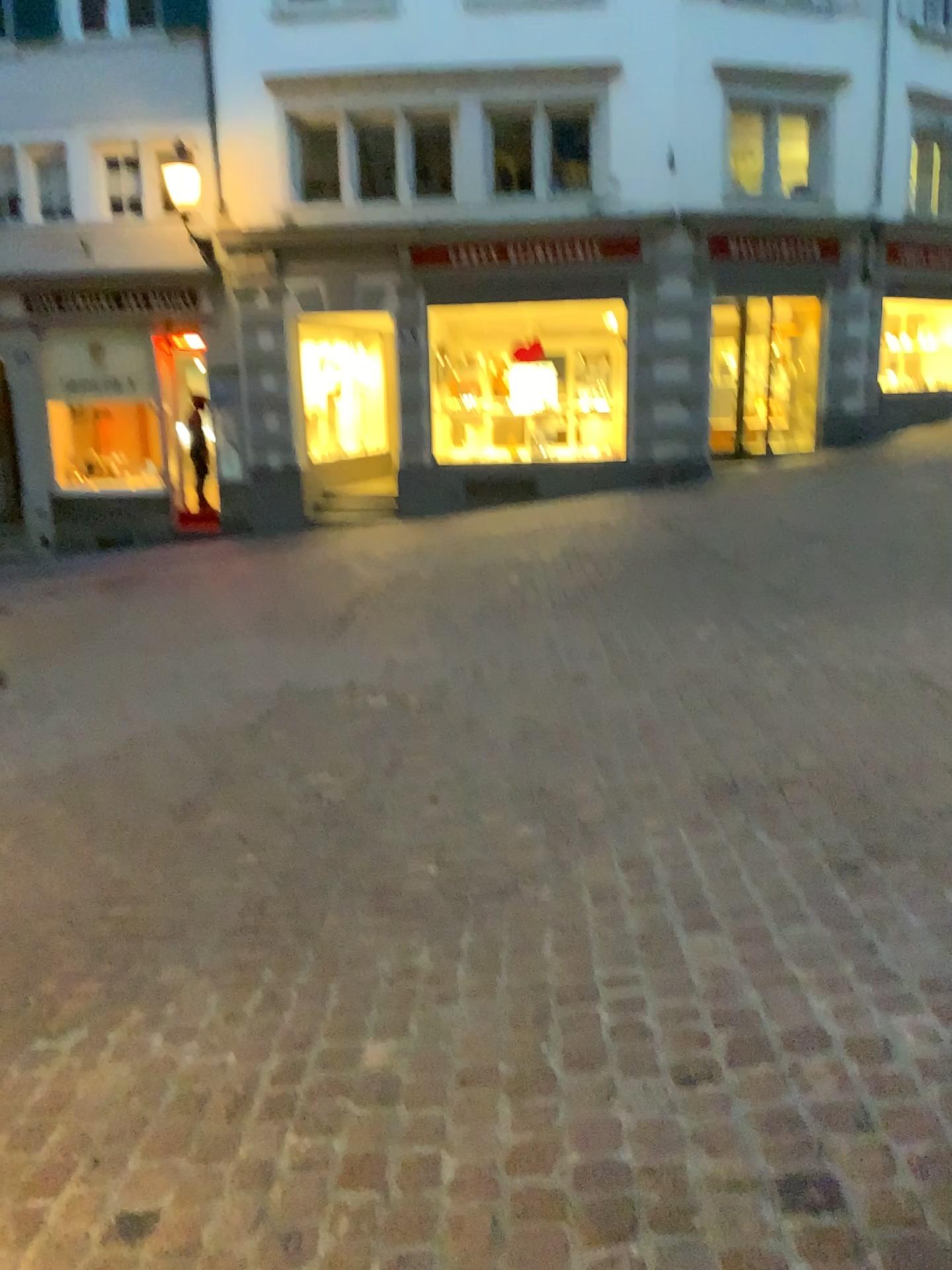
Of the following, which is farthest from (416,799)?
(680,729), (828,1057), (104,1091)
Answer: (828,1057)
